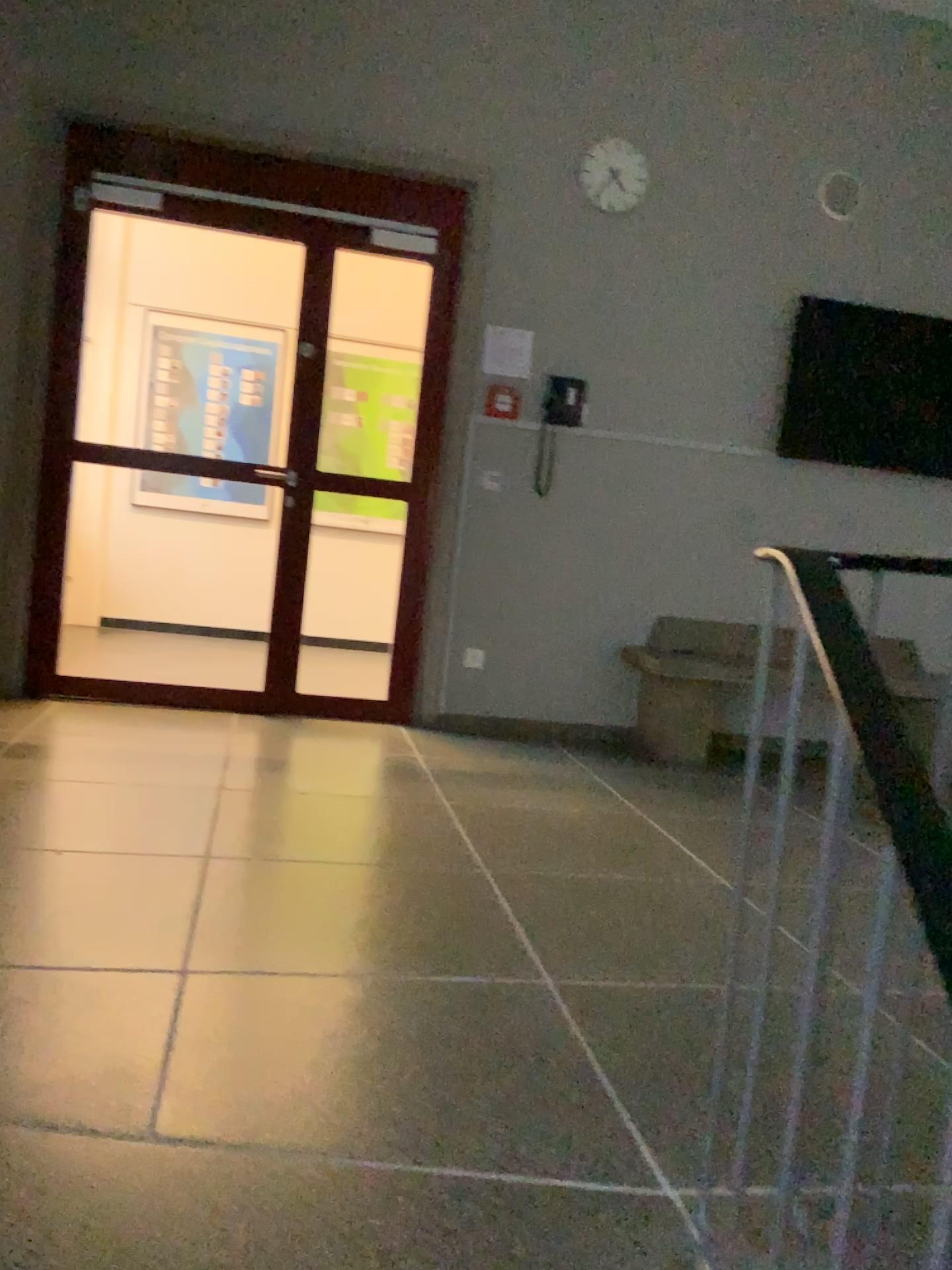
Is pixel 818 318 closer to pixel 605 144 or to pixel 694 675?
pixel 605 144

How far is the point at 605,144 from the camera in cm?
467

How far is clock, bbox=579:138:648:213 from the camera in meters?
4.7

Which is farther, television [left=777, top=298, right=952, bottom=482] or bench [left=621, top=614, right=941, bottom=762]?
television [left=777, top=298, right=952, bottom=482]

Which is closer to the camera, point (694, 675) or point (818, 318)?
point (694, 675)

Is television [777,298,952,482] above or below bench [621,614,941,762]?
above

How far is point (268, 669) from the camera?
4.7 meters

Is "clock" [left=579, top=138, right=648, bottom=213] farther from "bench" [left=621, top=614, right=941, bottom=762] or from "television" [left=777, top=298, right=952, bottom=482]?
"bench" [left=621, top=614, right=941, bottom=762]

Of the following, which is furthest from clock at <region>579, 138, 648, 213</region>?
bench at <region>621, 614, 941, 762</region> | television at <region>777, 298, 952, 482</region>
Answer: bench at <region>621, 614, 941, 762</region>
